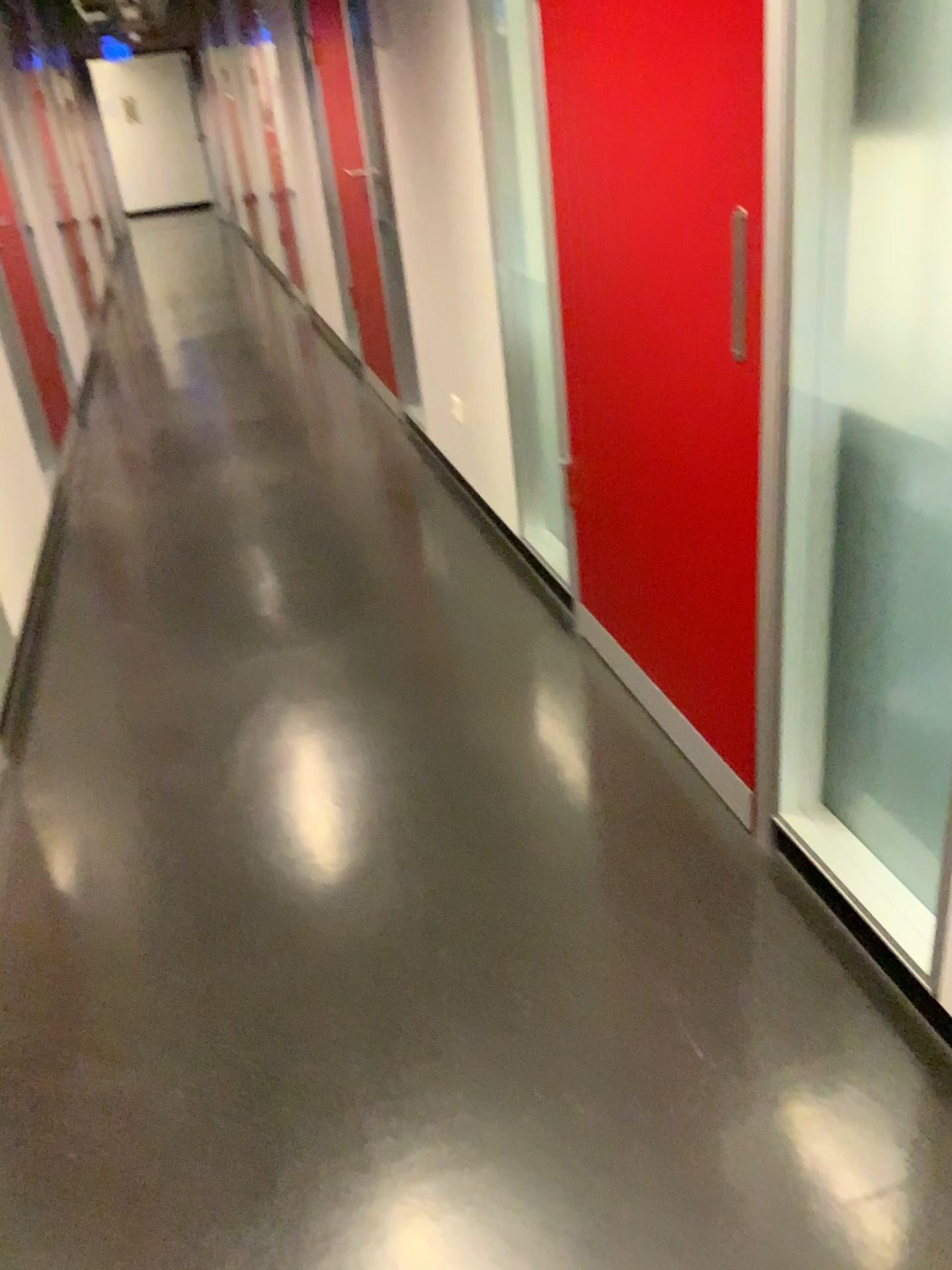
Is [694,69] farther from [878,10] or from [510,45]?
[510,45]

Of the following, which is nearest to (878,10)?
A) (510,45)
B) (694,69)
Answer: (694,69)

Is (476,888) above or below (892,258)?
below

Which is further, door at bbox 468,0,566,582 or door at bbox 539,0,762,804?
door at bbox 468,0,566,582

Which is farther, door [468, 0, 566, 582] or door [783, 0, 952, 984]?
door [468, 0, 566, 582]

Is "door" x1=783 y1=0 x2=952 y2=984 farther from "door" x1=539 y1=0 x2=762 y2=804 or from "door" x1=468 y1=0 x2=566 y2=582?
"door" x1=468 y1=0 x2=566 y2=582

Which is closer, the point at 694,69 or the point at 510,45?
the point at 694,69

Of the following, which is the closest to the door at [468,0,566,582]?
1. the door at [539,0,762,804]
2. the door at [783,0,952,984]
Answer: the door at [539,0,762,804]
